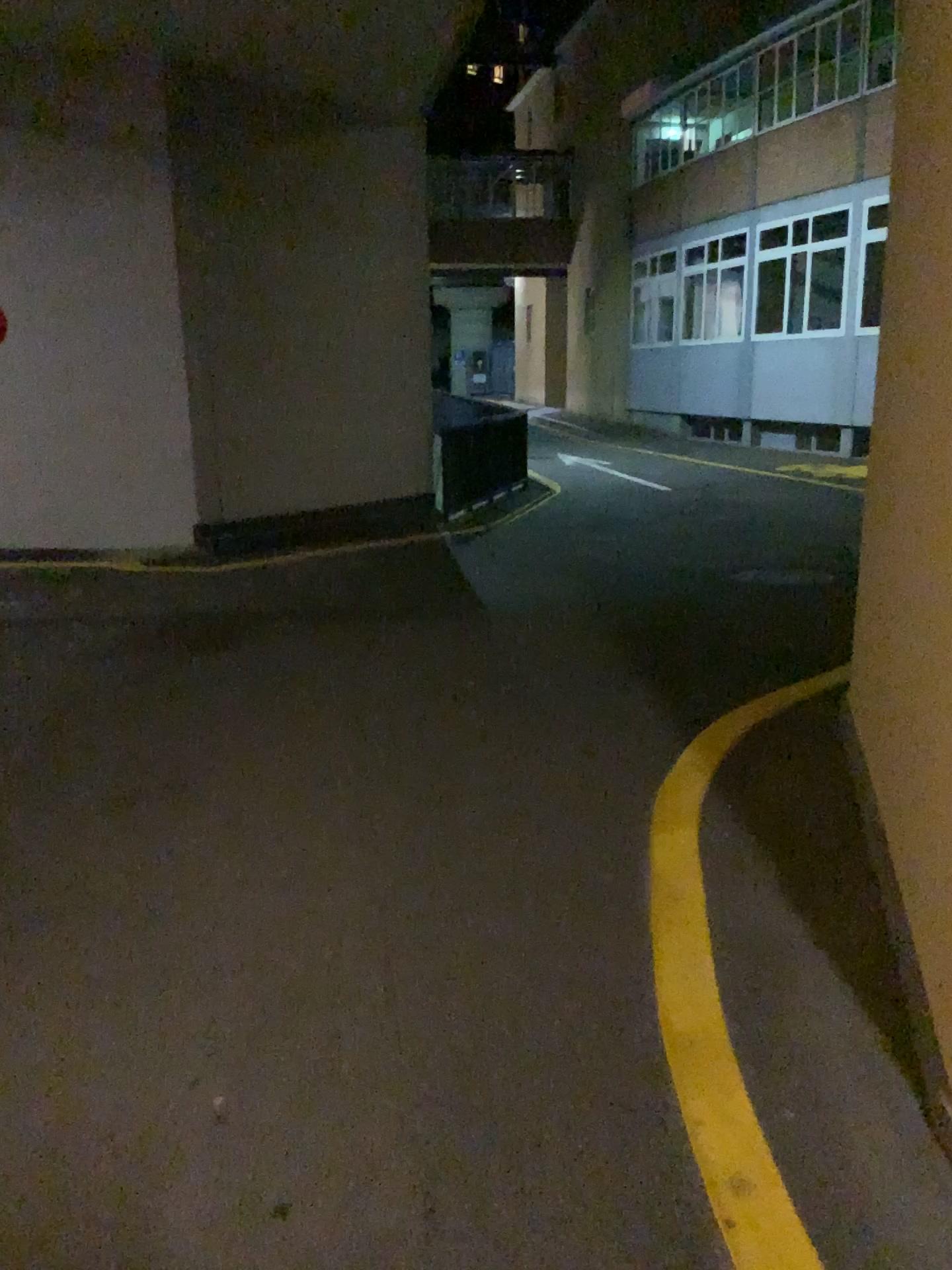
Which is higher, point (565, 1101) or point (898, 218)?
point (898, 218)
